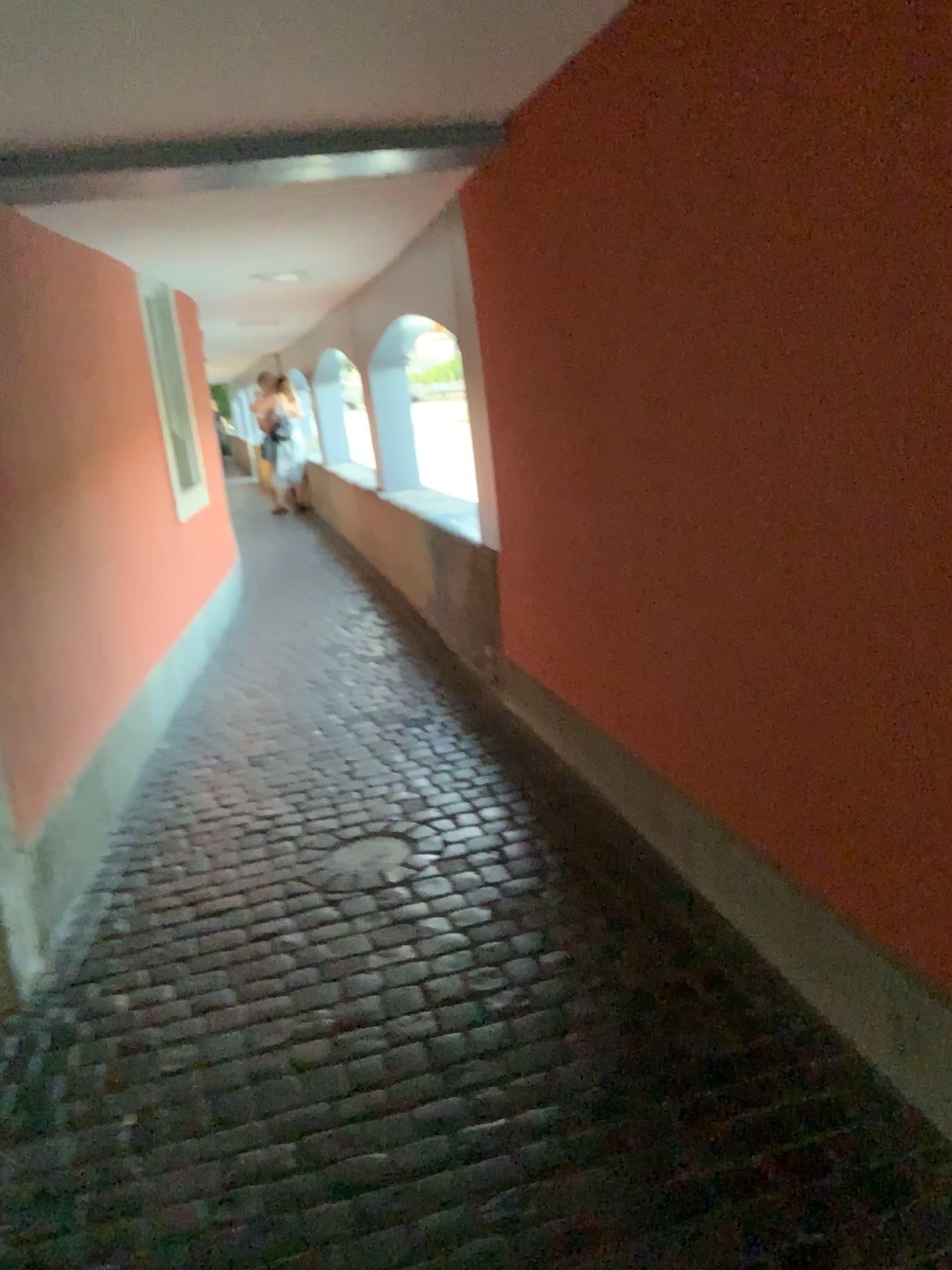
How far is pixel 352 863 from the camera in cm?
304

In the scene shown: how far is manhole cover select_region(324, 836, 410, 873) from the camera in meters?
3.0

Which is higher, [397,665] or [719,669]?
[719,669]
